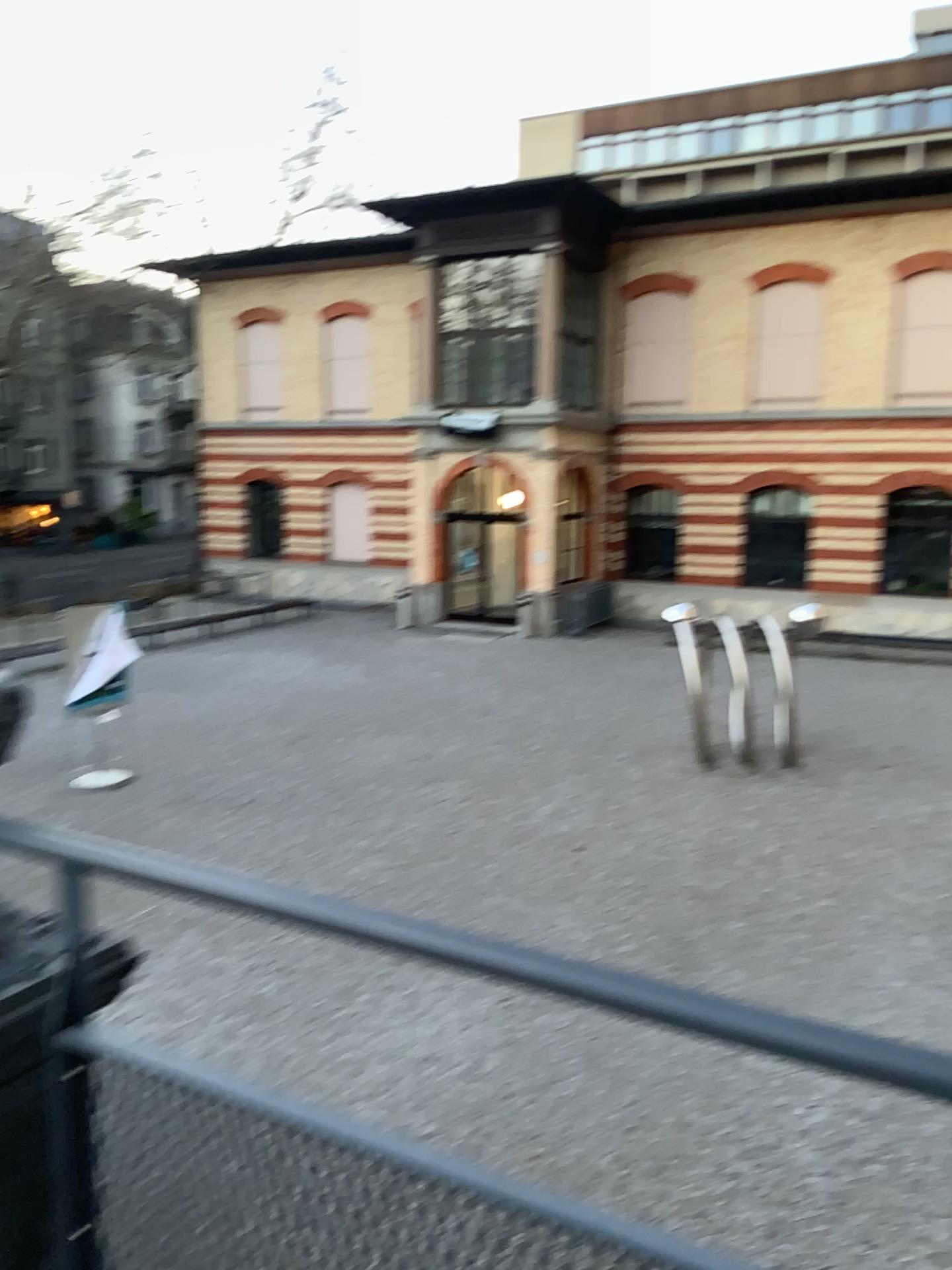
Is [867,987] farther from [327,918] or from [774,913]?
[327,918]
